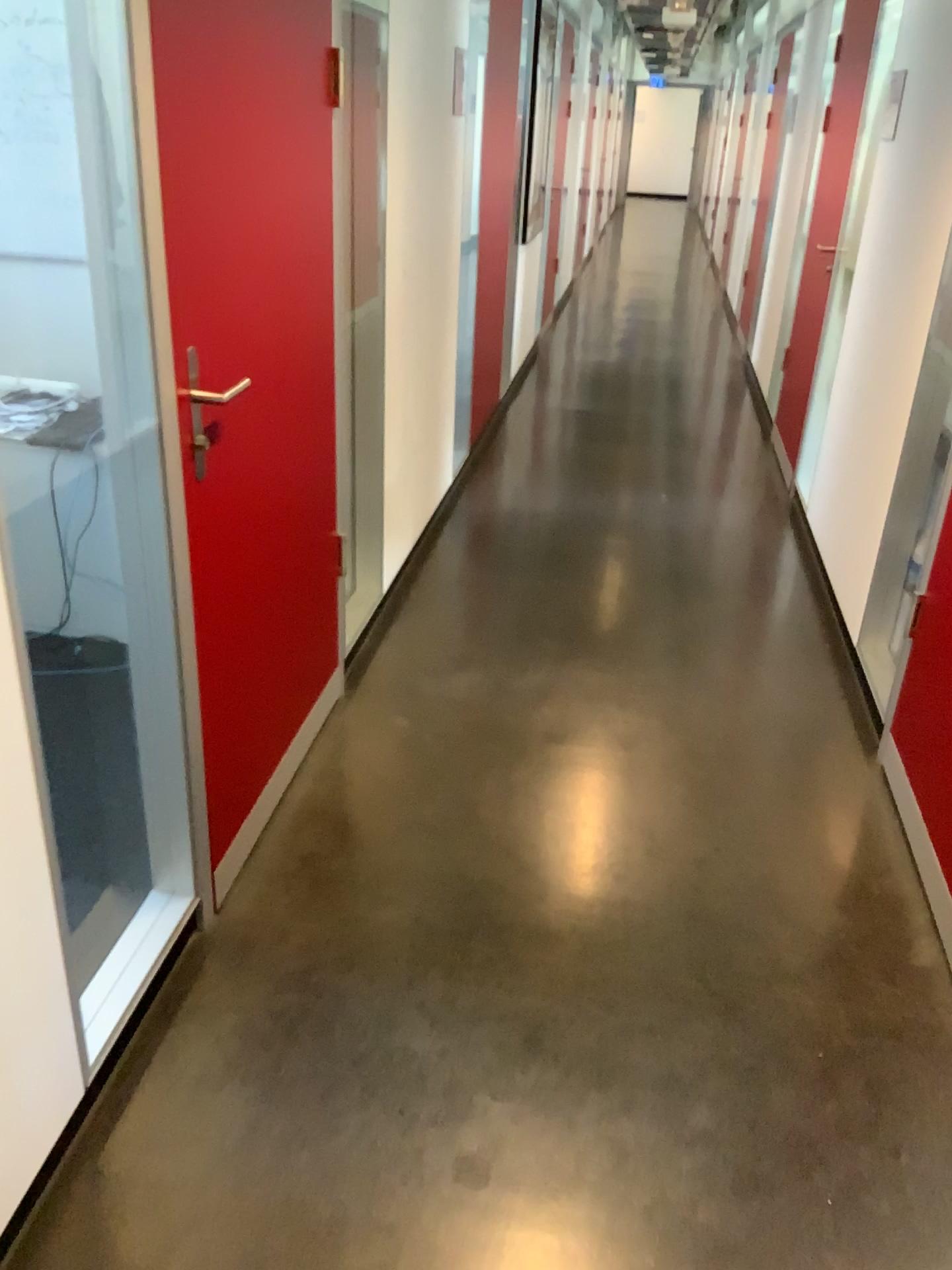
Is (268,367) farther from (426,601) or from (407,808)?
(426,601)

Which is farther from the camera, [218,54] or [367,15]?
[367,15]

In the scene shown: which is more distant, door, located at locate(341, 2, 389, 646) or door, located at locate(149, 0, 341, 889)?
door, located at locate(341, 2, 389, 646)
